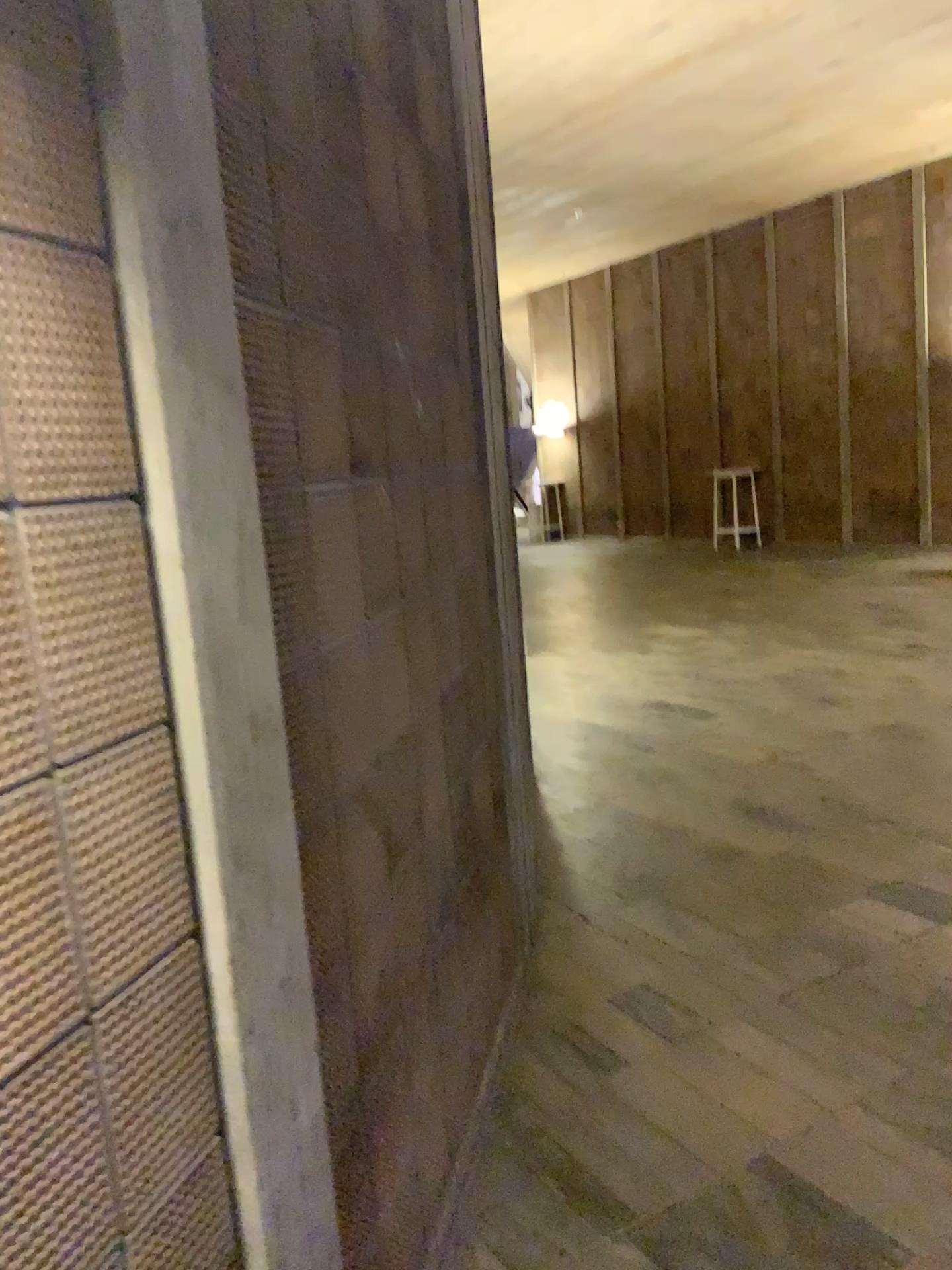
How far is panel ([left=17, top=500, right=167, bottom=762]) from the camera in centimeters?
100cm

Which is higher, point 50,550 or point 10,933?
point 50,550

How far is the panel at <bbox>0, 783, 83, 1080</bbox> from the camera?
0.9m

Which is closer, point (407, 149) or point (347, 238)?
point (347, 238)

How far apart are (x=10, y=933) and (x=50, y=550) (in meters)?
0.35

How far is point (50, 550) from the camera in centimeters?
100cm
